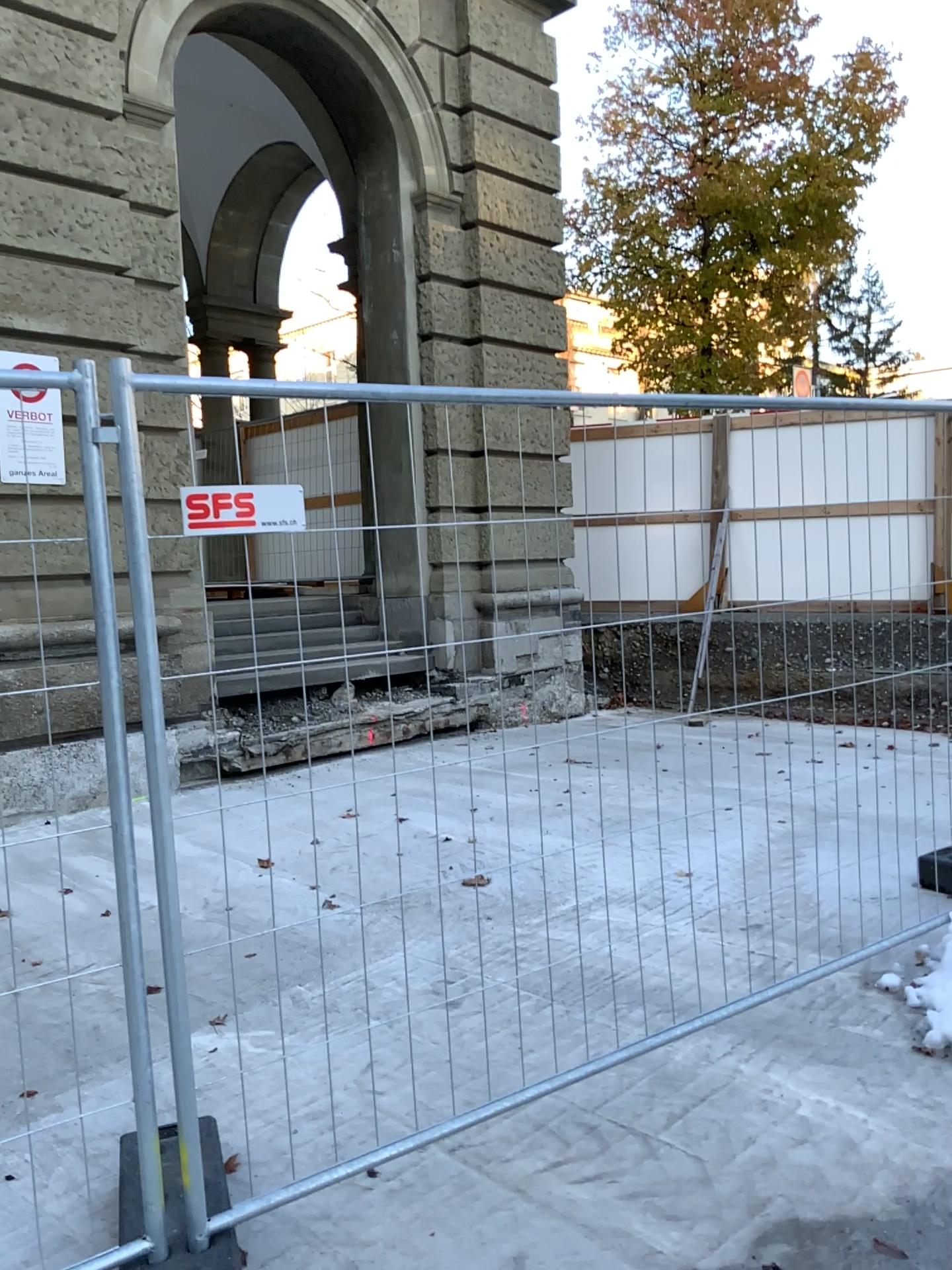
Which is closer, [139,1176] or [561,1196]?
[139,1176]
